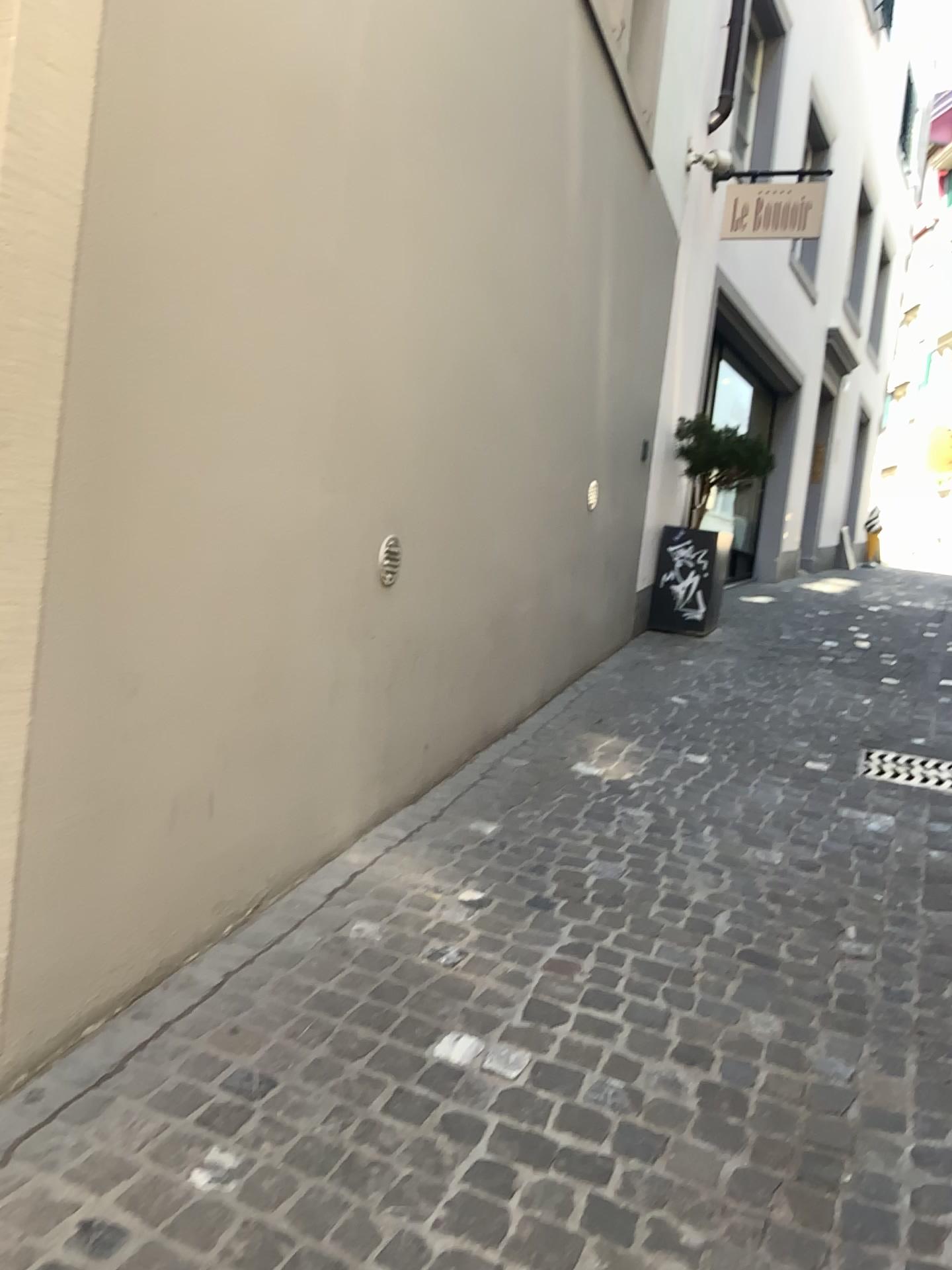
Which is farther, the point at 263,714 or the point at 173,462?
the point at 263,714
